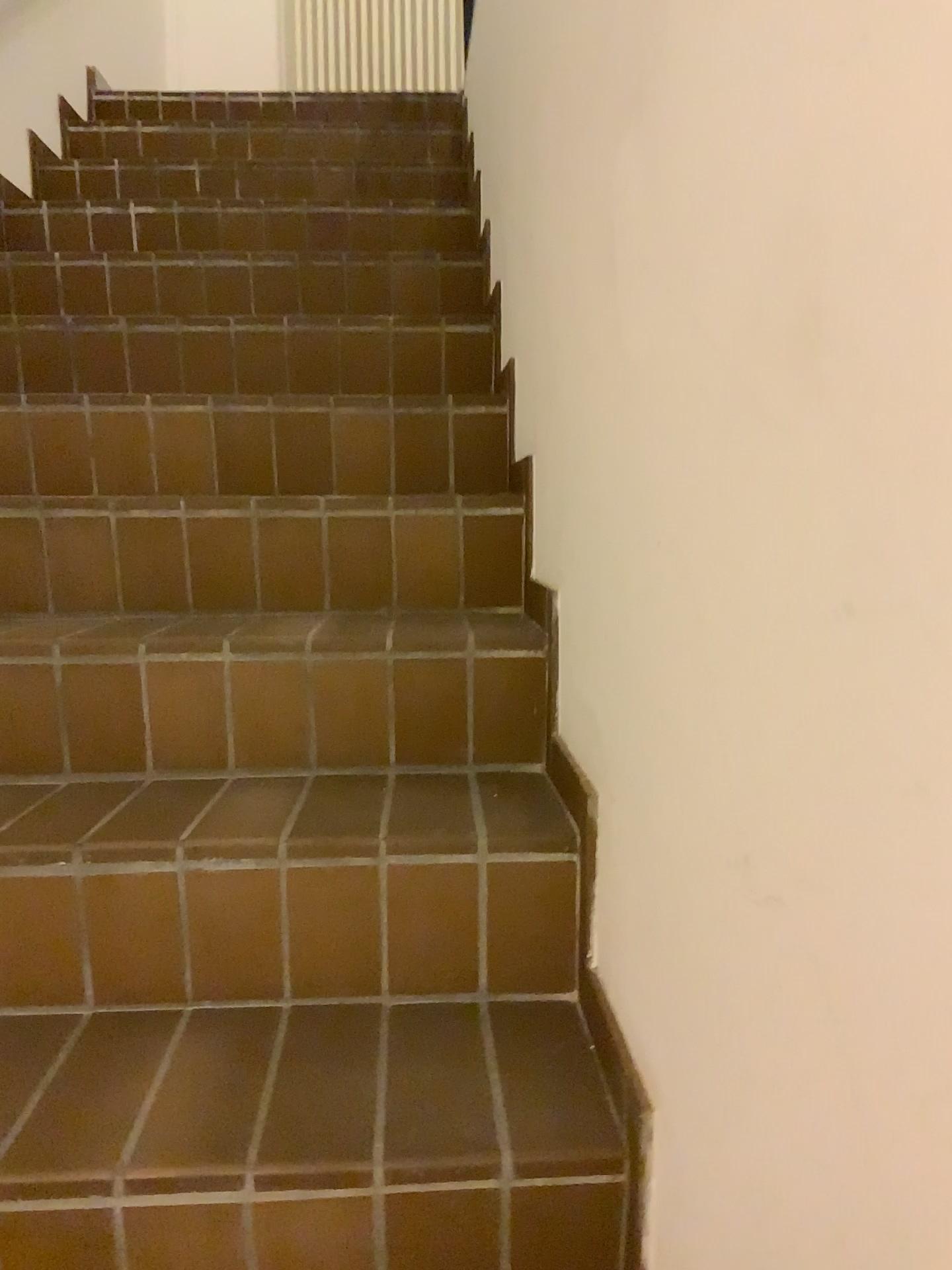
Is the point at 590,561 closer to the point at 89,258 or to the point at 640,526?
the point at 640,526
